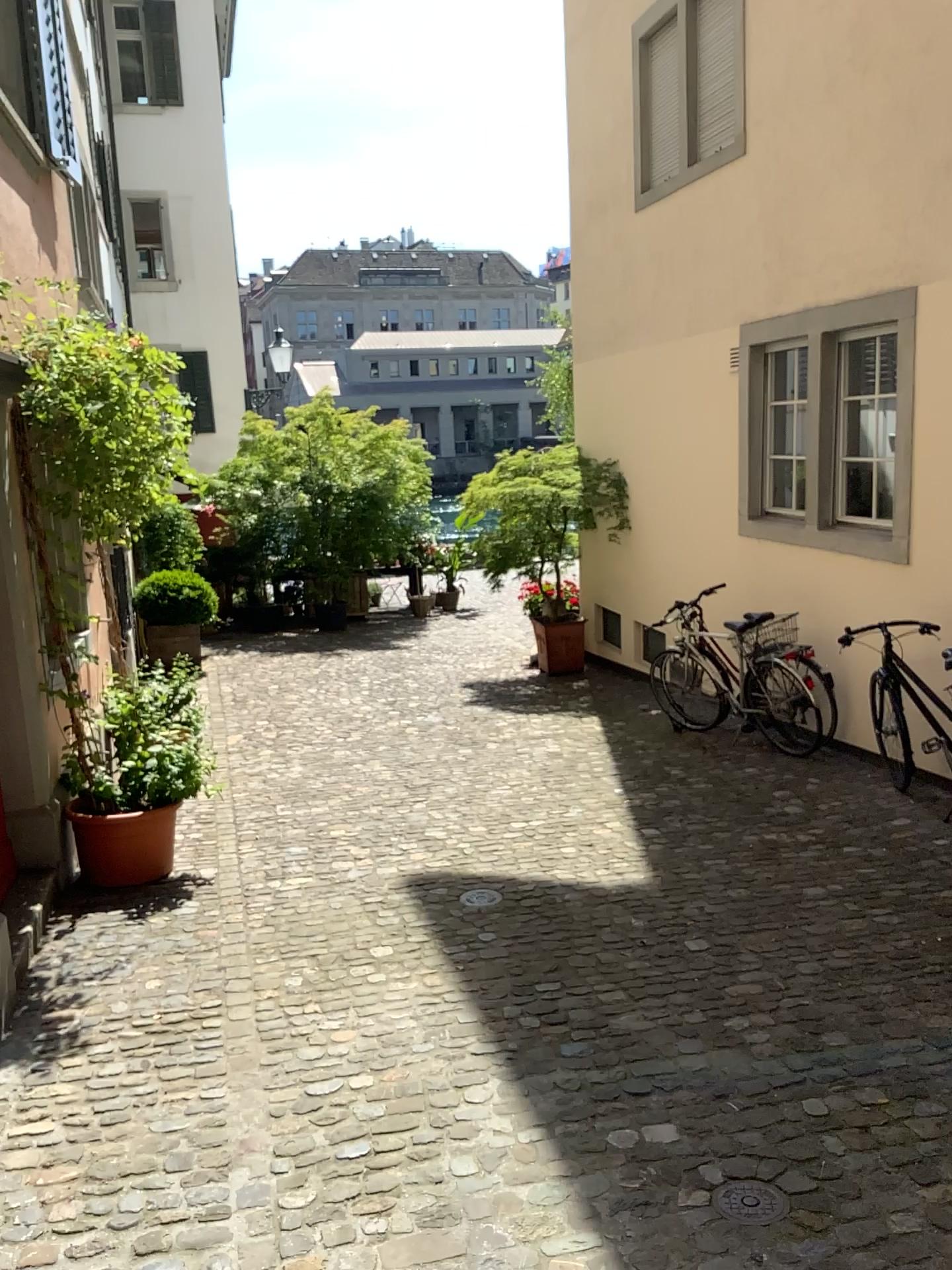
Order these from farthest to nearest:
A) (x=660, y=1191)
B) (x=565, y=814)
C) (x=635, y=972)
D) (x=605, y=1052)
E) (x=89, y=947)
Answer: (x=565, y=814) → (x=89, y=947) → (x=635, y=972) → (x=605, y=1052) → (x=660, y=1191)

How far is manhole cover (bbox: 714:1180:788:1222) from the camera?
2.6m

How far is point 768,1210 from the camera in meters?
2.6

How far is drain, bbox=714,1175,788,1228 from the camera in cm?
257

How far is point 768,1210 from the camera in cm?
257
